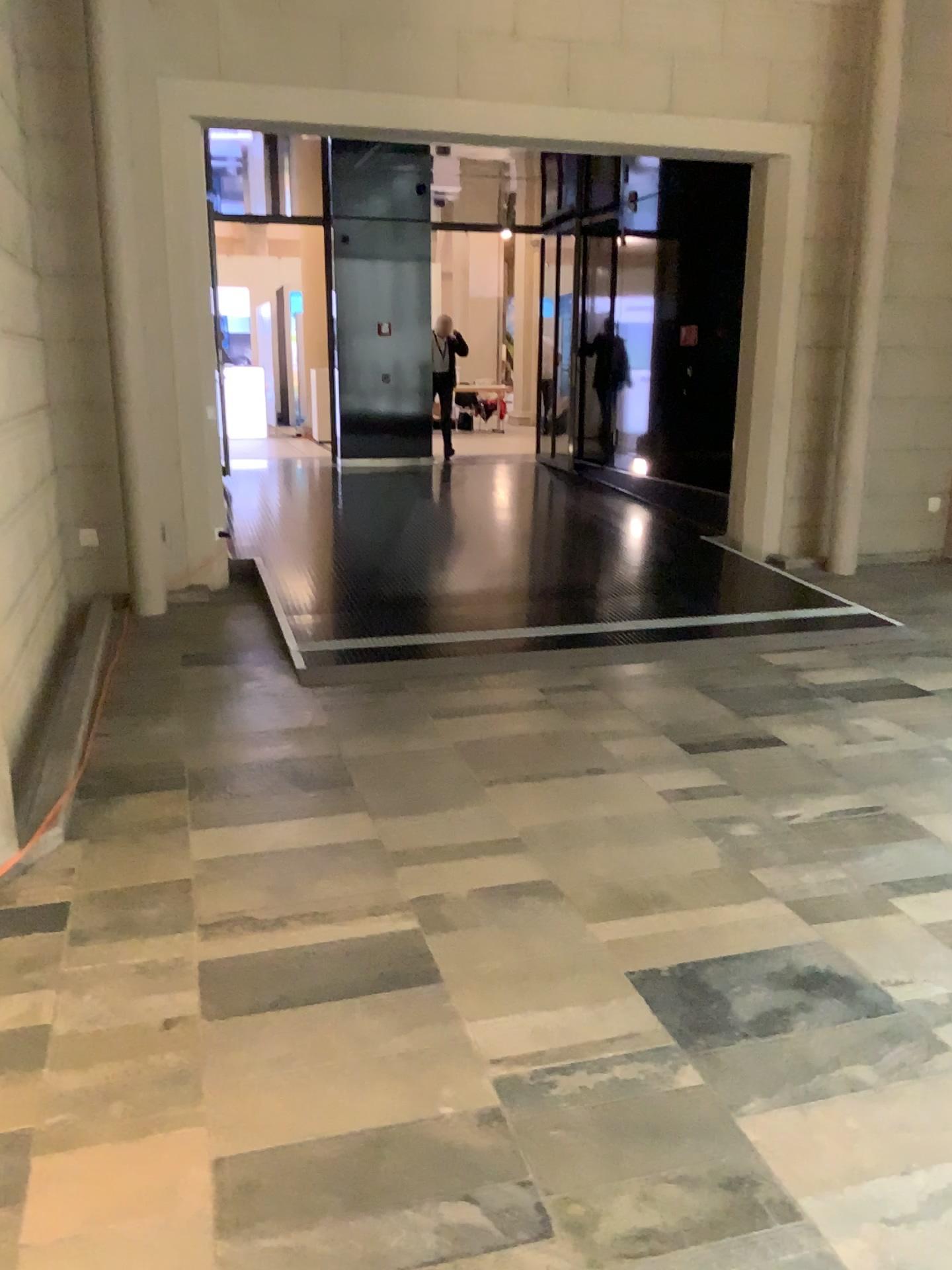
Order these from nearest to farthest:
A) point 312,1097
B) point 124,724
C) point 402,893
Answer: point 312,1097, point 402,893, point 124,724
